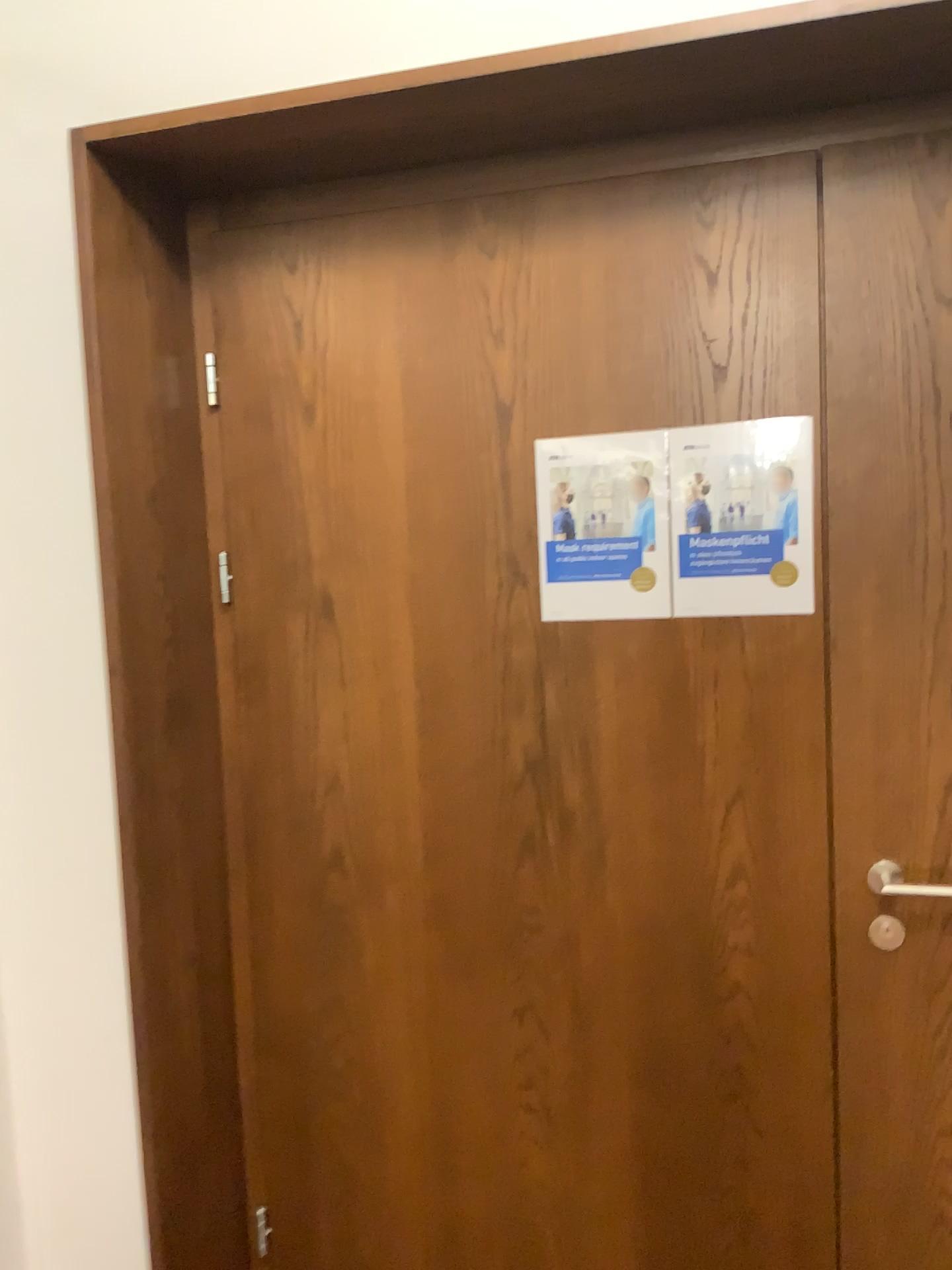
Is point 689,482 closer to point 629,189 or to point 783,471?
point 783,471

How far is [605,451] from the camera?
1.68m

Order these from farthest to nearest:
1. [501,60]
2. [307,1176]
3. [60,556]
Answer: [307,1176] < [60,556] < [501,60]

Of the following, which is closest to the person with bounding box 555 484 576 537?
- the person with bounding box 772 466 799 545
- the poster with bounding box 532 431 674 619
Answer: the poster with bounding box 532 431 674 619

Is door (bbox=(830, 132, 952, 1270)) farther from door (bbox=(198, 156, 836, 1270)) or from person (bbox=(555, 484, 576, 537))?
person (bbox=(555, 484, 576, 537))

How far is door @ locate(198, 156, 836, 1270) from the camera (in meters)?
1.66

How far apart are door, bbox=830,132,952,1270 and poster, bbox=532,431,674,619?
0.3m

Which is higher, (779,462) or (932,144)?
(932,144)

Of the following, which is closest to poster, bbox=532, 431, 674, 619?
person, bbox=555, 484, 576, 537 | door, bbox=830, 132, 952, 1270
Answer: person, bbox=555, 484, 576, 537

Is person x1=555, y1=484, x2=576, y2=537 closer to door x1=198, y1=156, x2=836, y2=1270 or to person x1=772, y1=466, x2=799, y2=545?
door x1=198, y1=156, x2=836, y2=1270
